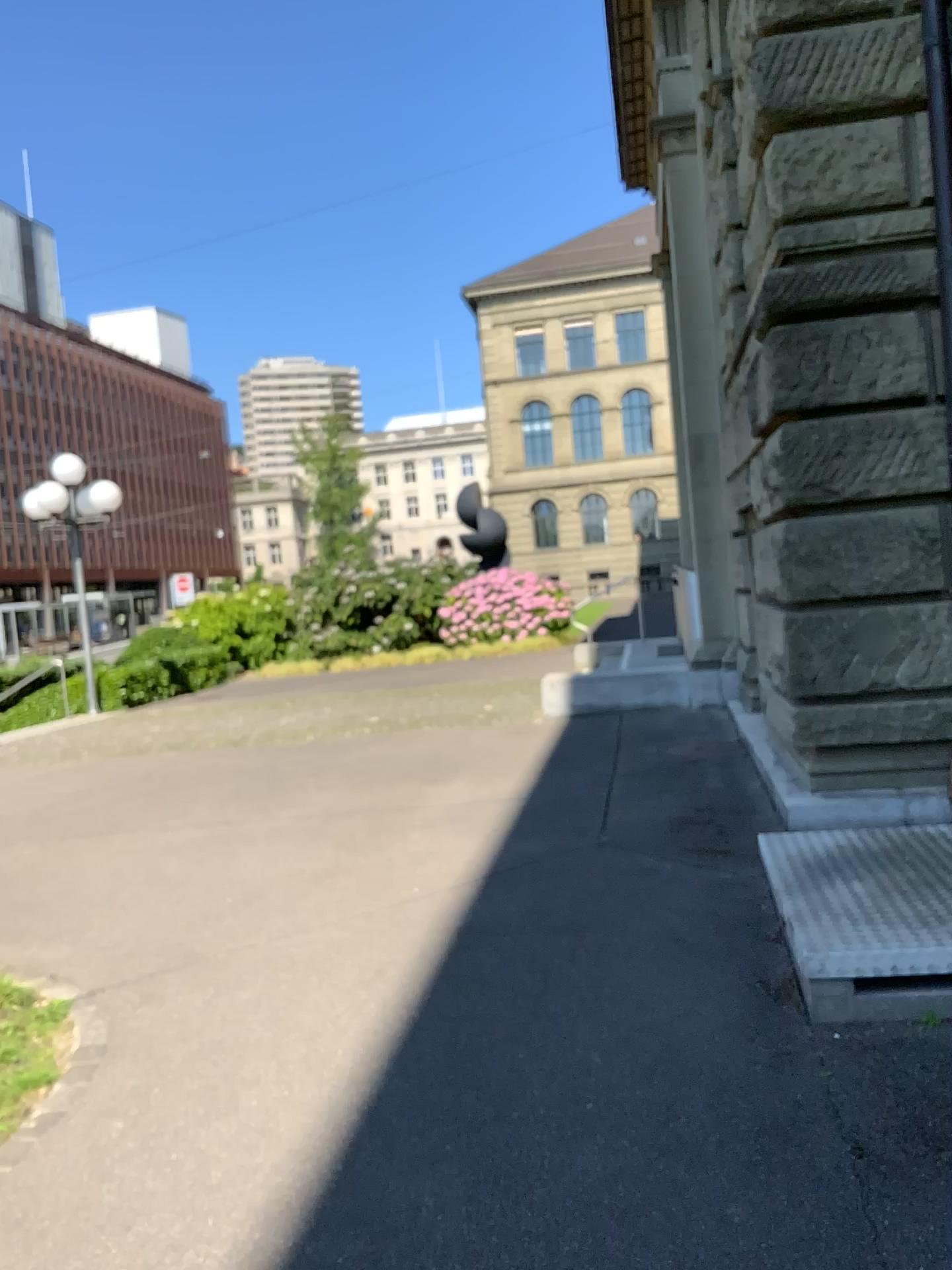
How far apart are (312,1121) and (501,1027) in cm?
75
